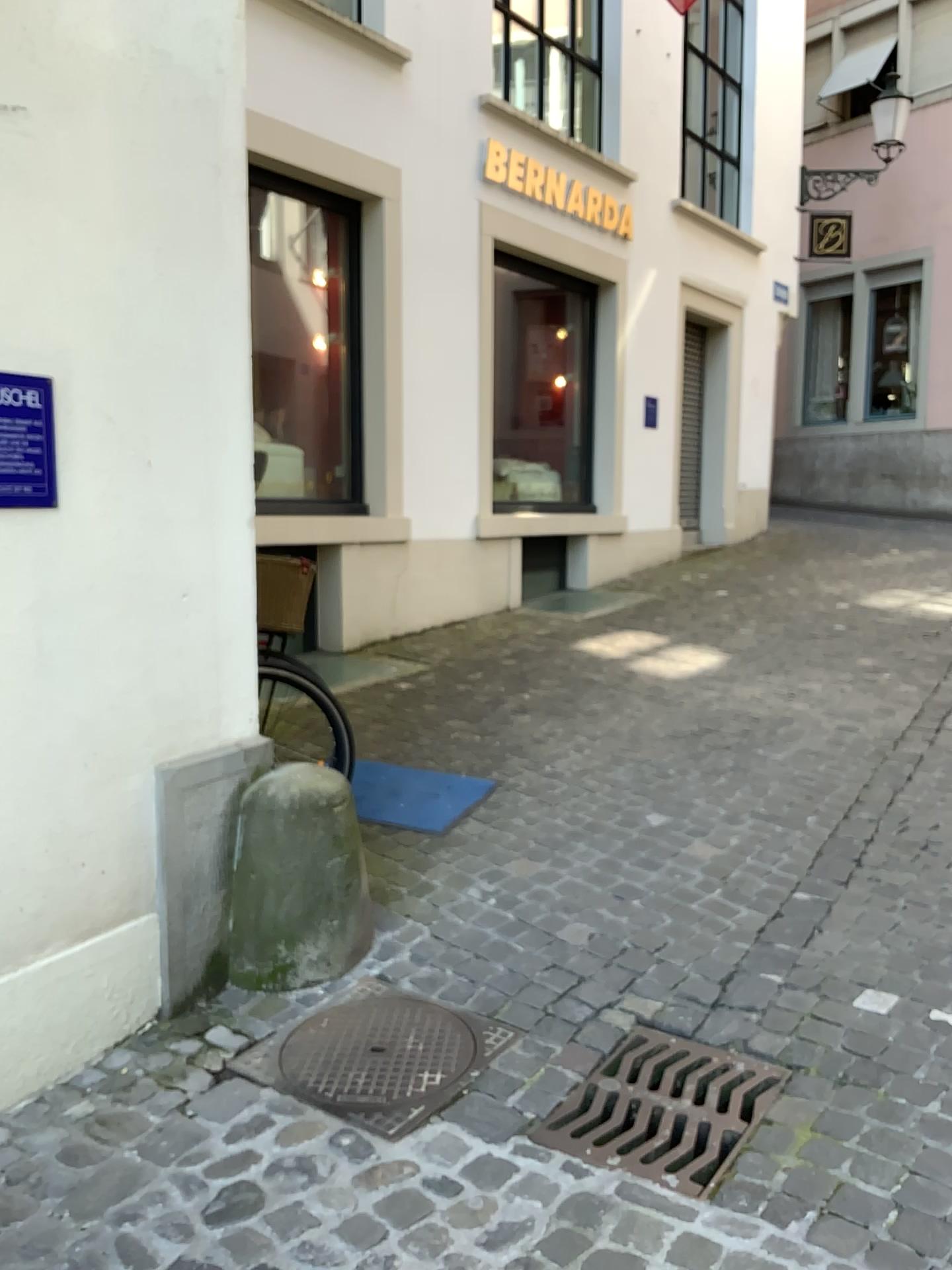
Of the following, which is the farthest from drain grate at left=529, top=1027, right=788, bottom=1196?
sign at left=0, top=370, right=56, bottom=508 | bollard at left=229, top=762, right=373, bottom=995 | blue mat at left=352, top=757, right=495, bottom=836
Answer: sign at left=0, top=370, right=56, bottom=508

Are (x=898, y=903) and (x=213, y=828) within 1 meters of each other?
no

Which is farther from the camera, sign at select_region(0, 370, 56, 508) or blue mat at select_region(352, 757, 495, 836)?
blue mat at select_region(352, 757, 495, 836)

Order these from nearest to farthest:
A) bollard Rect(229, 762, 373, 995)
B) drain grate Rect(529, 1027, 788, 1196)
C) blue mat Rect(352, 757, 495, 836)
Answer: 1. drain grate Rect(529, 1027, 788, 1196)
2. bollard Rect(229, 762, 373, 995)
3. blue mat Rect(352, 757, 495, 836)

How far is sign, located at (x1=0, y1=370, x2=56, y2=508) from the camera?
2.21m

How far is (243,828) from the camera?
2.9m

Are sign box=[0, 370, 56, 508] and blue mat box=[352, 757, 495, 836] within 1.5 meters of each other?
no

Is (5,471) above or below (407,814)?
above

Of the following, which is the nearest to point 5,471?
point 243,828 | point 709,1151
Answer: point 243,828

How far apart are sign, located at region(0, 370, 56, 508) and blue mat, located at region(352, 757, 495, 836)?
1.9m
